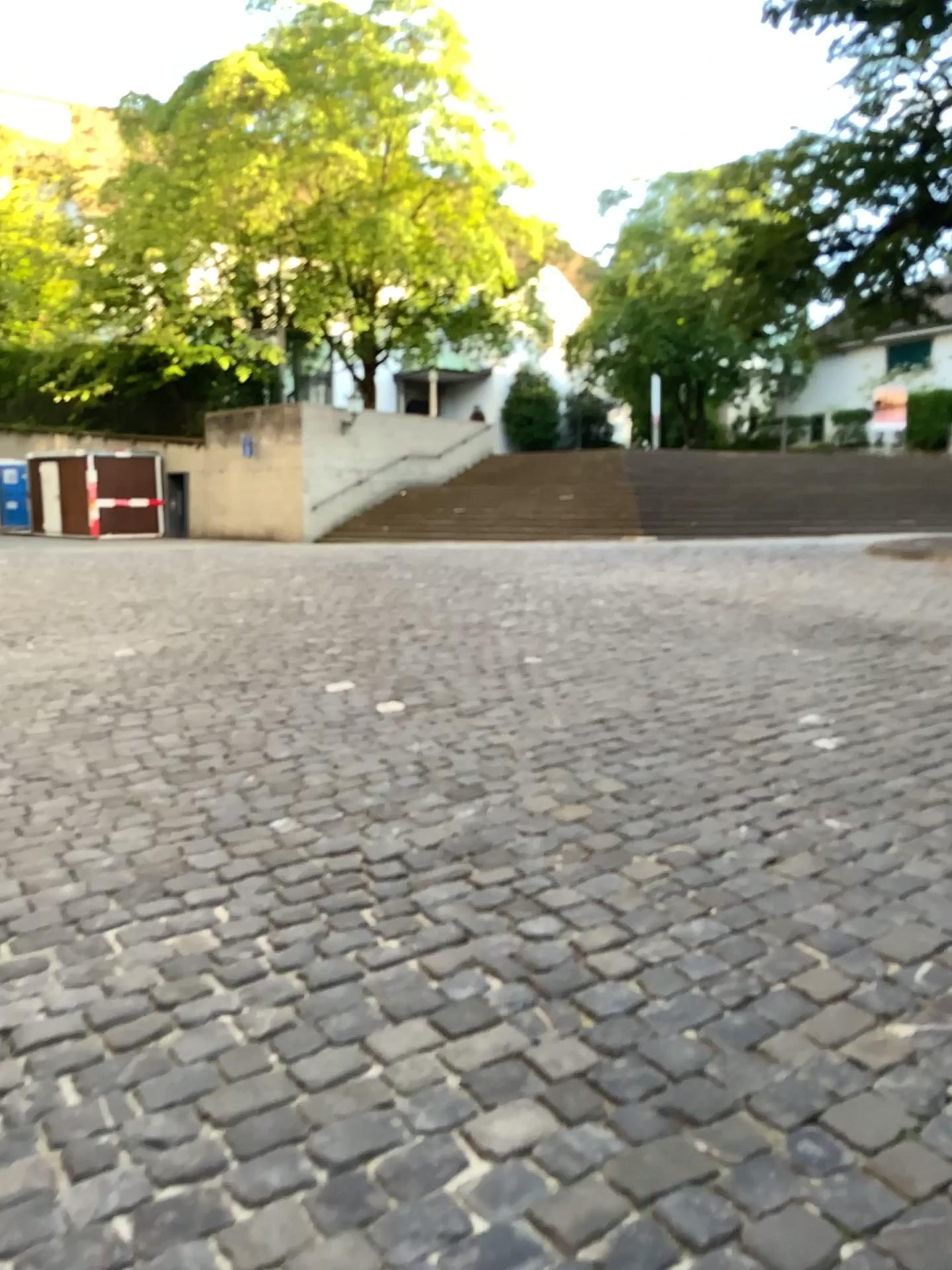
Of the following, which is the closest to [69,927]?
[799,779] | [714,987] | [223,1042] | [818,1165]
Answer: [223,1042]
